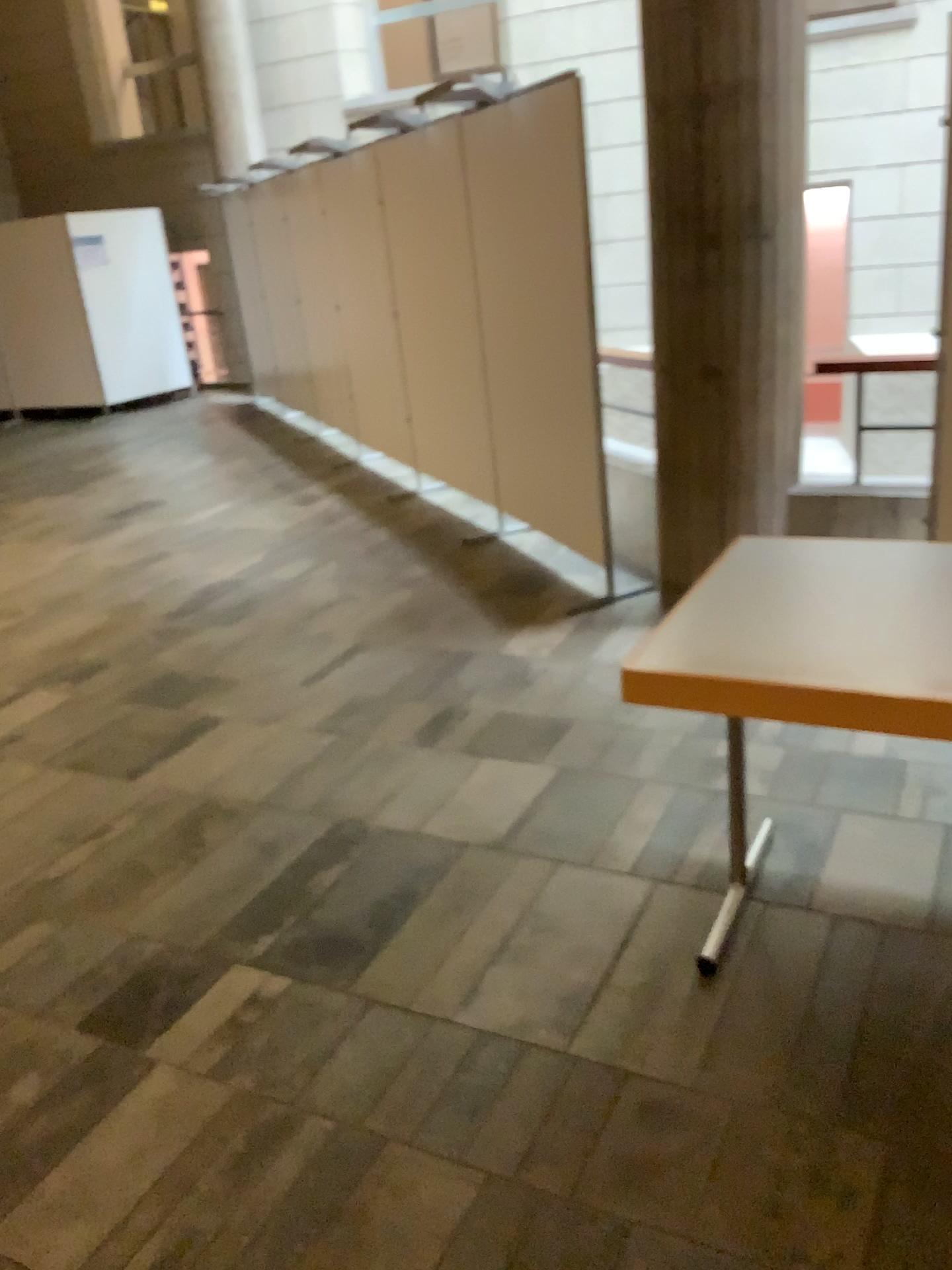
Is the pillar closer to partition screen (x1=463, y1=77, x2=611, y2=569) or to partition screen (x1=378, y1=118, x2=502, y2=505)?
partition screen (x1=463, y1=77, x2=611, y2=569)

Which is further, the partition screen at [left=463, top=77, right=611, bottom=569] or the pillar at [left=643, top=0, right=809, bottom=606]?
the partition screen at [left=463, top=77, right=611, bottom=569]

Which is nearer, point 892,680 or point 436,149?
point 892,680

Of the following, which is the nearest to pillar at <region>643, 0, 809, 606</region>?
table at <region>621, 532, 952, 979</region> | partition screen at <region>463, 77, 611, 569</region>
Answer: partition screen at <region>463, 77, 611, 569</region>

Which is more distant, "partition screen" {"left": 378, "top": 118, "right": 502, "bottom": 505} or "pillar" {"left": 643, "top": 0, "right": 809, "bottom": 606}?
"partition screen" {"left": 378, "top": 118, "right": 502, "bottom": 505}

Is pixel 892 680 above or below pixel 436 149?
below

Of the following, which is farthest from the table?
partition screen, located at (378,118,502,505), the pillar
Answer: partition screen, located at (378,118,502,505)

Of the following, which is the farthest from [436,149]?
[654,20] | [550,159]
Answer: [654,20]

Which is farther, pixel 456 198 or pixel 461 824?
pixel 456 198

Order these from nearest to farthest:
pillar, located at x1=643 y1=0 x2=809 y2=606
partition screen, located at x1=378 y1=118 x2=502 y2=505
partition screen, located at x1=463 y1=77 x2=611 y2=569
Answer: pillar, located at x1=643 y1=0 x2=809 y2=606 → partition screen, located at x1=463 y1=77 x2=611 y2=569 → partition screen, located at x1=378 y1=118 x2=502 y2=505
